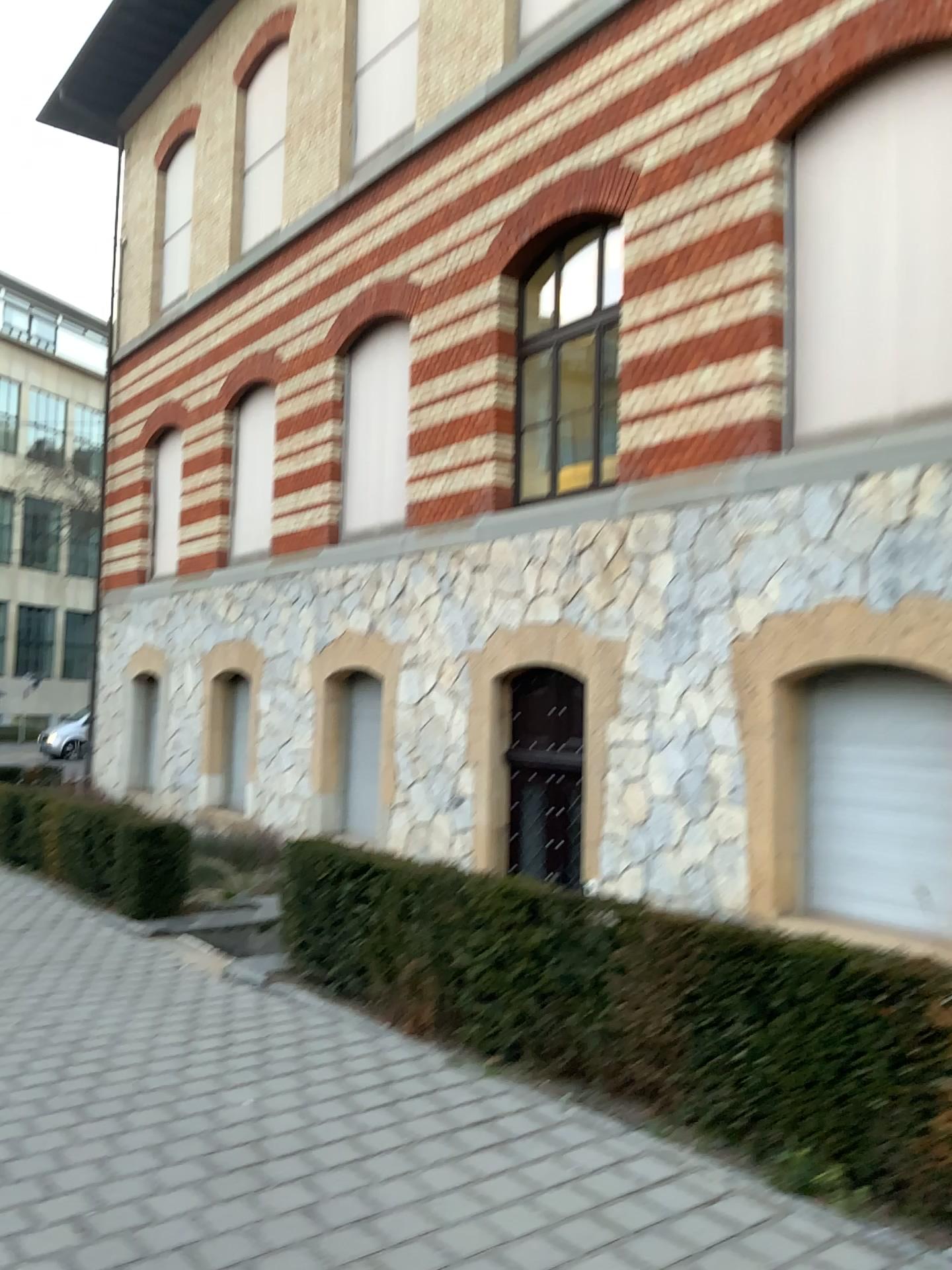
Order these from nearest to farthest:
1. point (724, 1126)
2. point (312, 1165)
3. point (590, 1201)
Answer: point (590, 1201)
point (312, 1165)
point (724, 1126)
